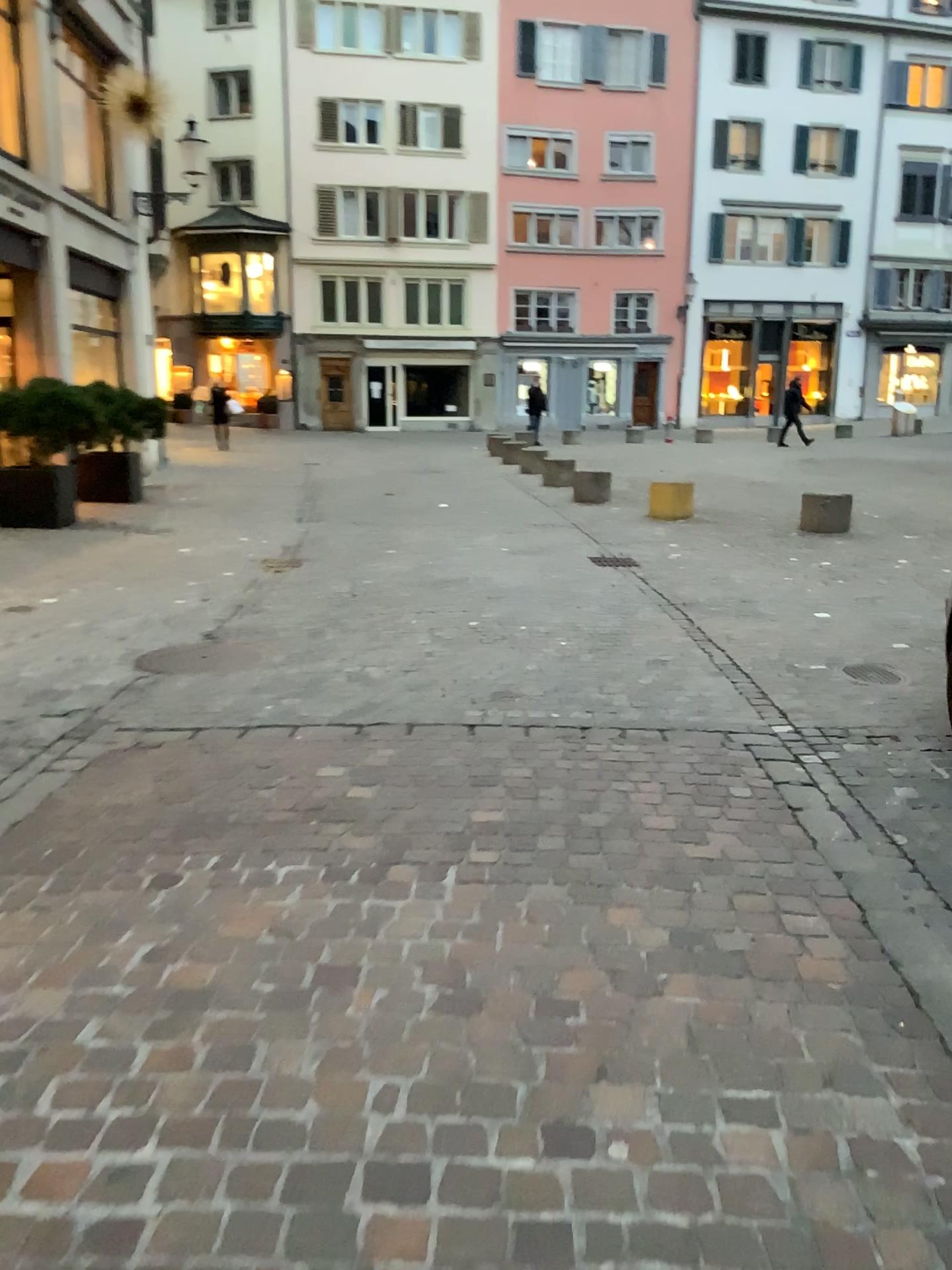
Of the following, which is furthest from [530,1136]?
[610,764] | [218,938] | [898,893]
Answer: [610,764]
